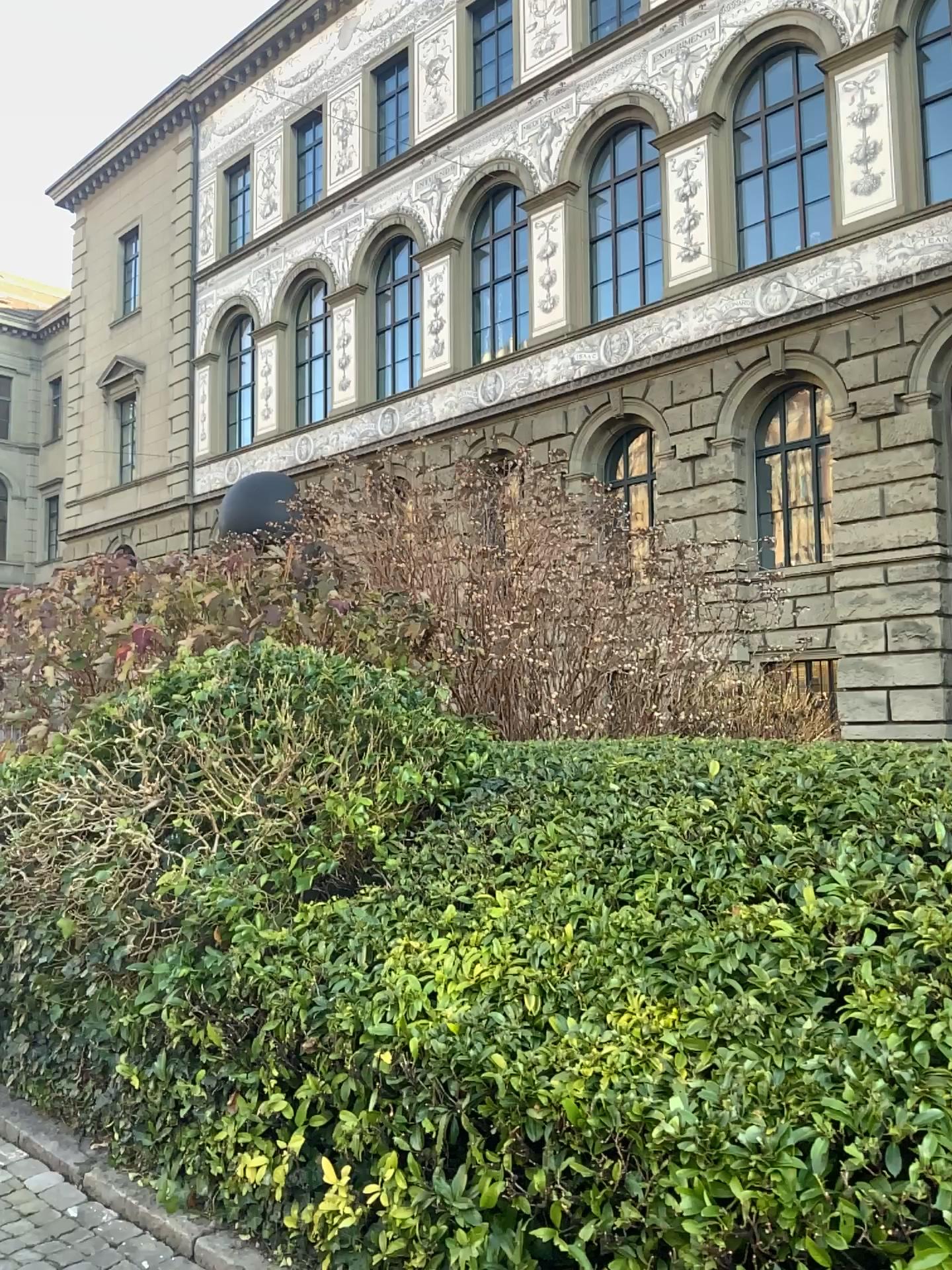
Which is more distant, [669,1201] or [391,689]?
[391,689]
